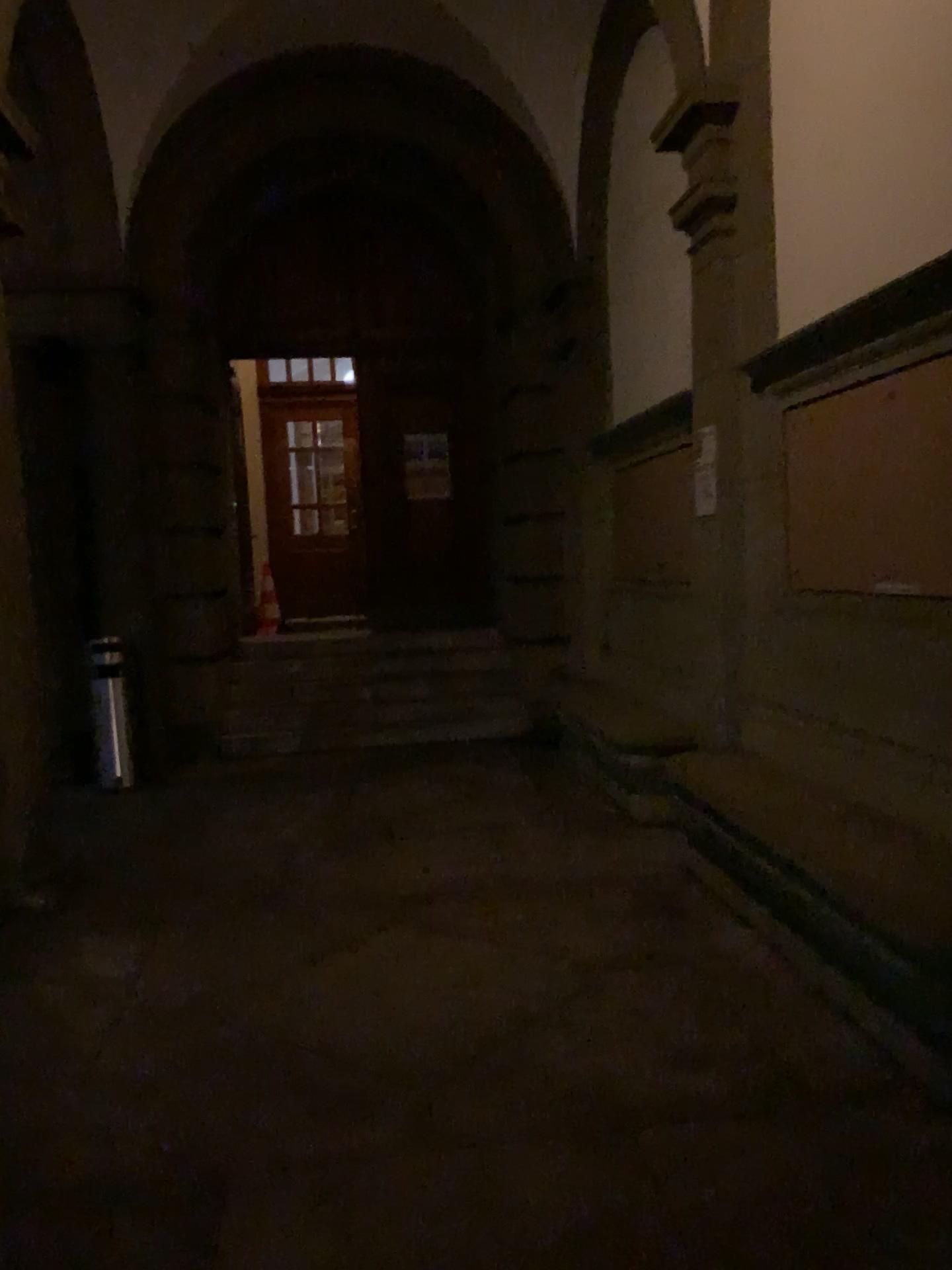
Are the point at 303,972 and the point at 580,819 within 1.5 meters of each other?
no
